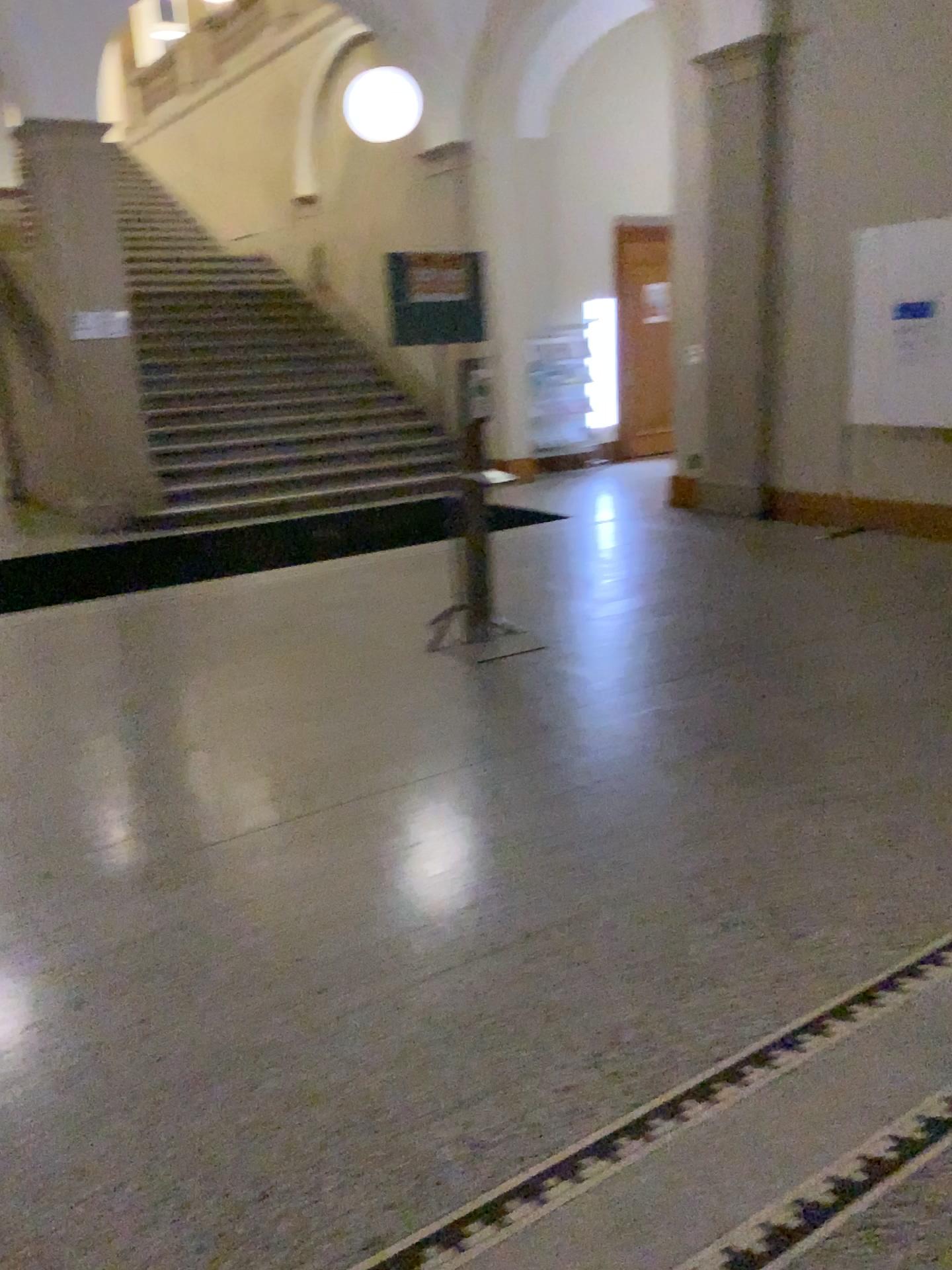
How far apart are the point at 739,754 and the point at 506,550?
3.51m
